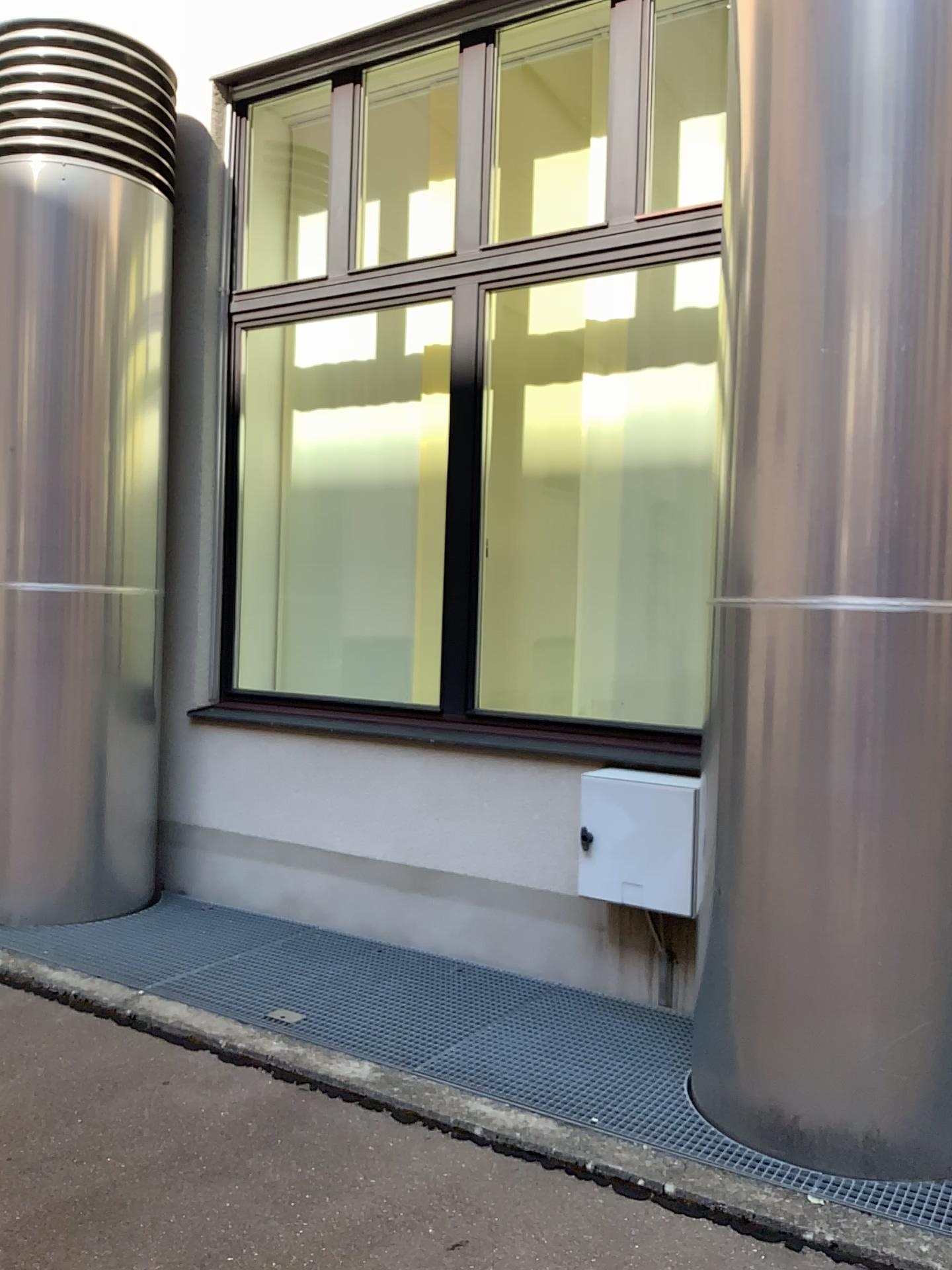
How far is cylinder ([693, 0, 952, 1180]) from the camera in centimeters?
240cm

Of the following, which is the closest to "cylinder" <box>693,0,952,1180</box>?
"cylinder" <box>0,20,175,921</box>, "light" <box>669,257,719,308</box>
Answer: "light" <box>669,257,719,308</box>

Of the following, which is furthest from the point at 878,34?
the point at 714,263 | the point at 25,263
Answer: the point at 25,263

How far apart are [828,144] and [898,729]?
1.4m

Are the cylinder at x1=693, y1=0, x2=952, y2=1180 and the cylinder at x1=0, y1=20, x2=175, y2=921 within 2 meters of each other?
no

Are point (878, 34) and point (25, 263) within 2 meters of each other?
no

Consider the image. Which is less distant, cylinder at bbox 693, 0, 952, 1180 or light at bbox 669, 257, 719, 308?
cylinder at bbox 693, 0, 952, 1180

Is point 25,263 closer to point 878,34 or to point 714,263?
point 714,263

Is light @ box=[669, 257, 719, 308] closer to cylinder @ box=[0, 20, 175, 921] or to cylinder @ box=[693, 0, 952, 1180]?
cylinder @ box=[693, 0, 952, 1180]

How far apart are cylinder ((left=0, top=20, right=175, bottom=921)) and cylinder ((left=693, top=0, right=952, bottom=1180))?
2.6m
